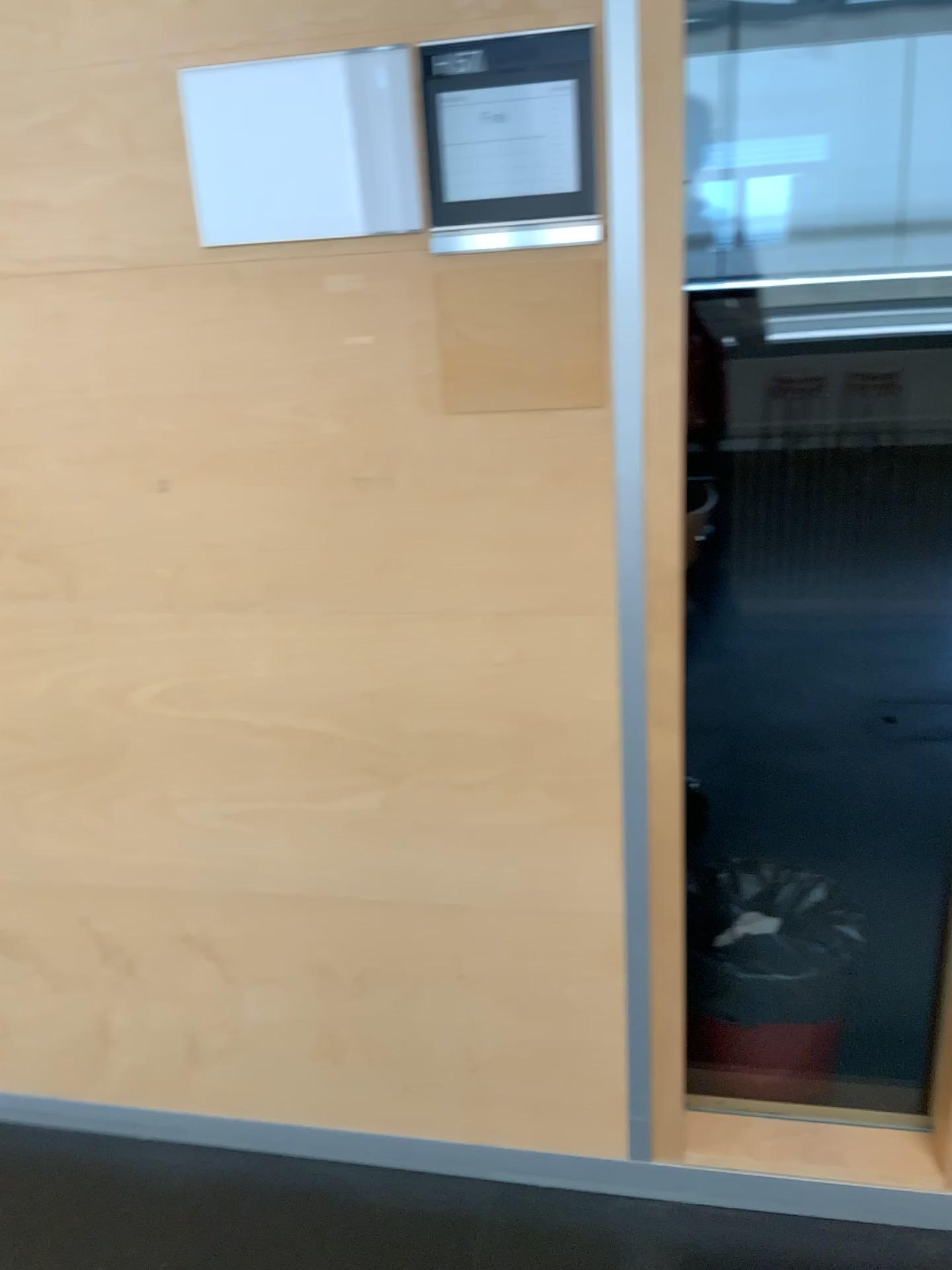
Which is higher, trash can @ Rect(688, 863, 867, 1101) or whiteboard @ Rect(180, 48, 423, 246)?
whiteboard @ Rect(180, 48, 423, 246)

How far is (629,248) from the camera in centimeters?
132cm

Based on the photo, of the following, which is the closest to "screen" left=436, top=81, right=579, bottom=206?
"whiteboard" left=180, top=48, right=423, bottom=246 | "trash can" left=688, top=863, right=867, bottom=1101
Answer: "whiteboard" left=180, top=48, right=423, bottom=246

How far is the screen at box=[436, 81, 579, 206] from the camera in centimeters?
127cm

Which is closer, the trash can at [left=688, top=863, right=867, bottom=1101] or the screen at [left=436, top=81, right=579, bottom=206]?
the screen at [left=436, top=81, right=579, bottom=206]

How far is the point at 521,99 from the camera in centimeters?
127cm

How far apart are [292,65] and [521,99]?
0.3m

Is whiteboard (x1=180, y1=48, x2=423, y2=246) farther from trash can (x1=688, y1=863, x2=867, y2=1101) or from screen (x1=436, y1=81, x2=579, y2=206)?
trash can (x1=688, y1=863, x2=867, y2=1101)

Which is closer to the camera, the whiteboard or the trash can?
the whiteboard

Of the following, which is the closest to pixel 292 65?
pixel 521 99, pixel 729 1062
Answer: pixel 521 99
